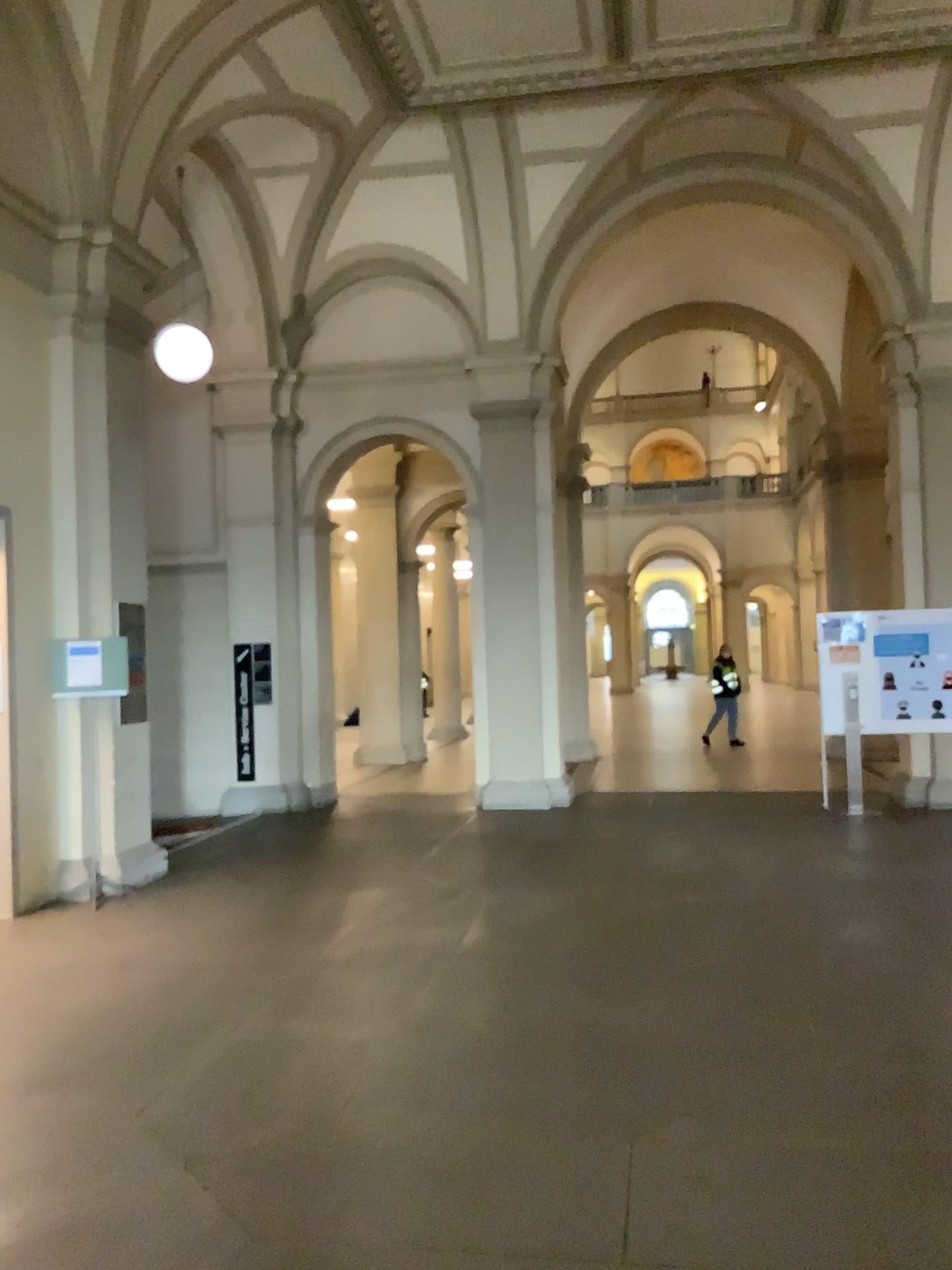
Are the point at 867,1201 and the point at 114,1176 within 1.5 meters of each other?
no
